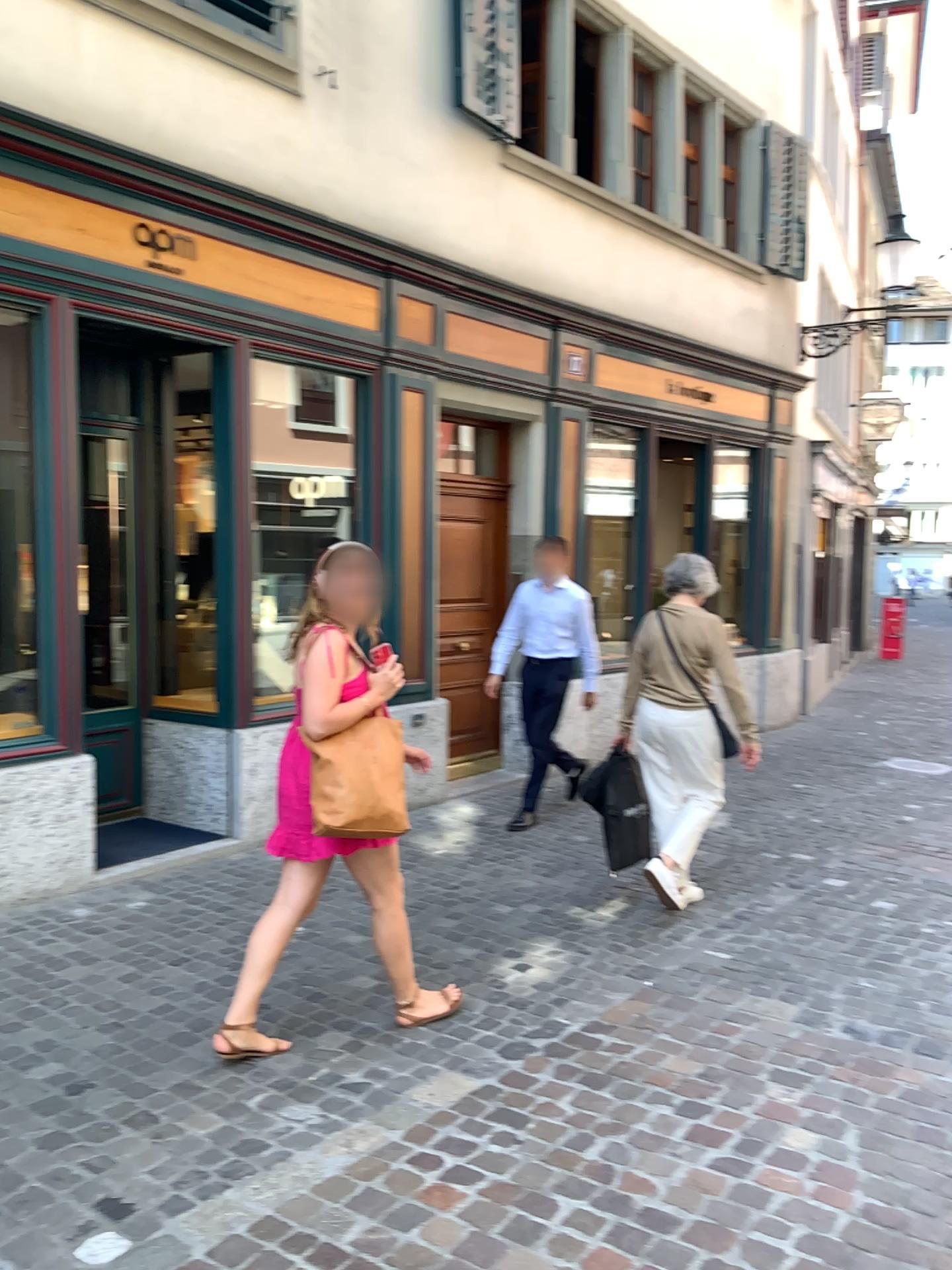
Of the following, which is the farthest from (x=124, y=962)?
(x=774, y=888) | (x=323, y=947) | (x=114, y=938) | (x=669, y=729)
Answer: (x=774, y=888)
